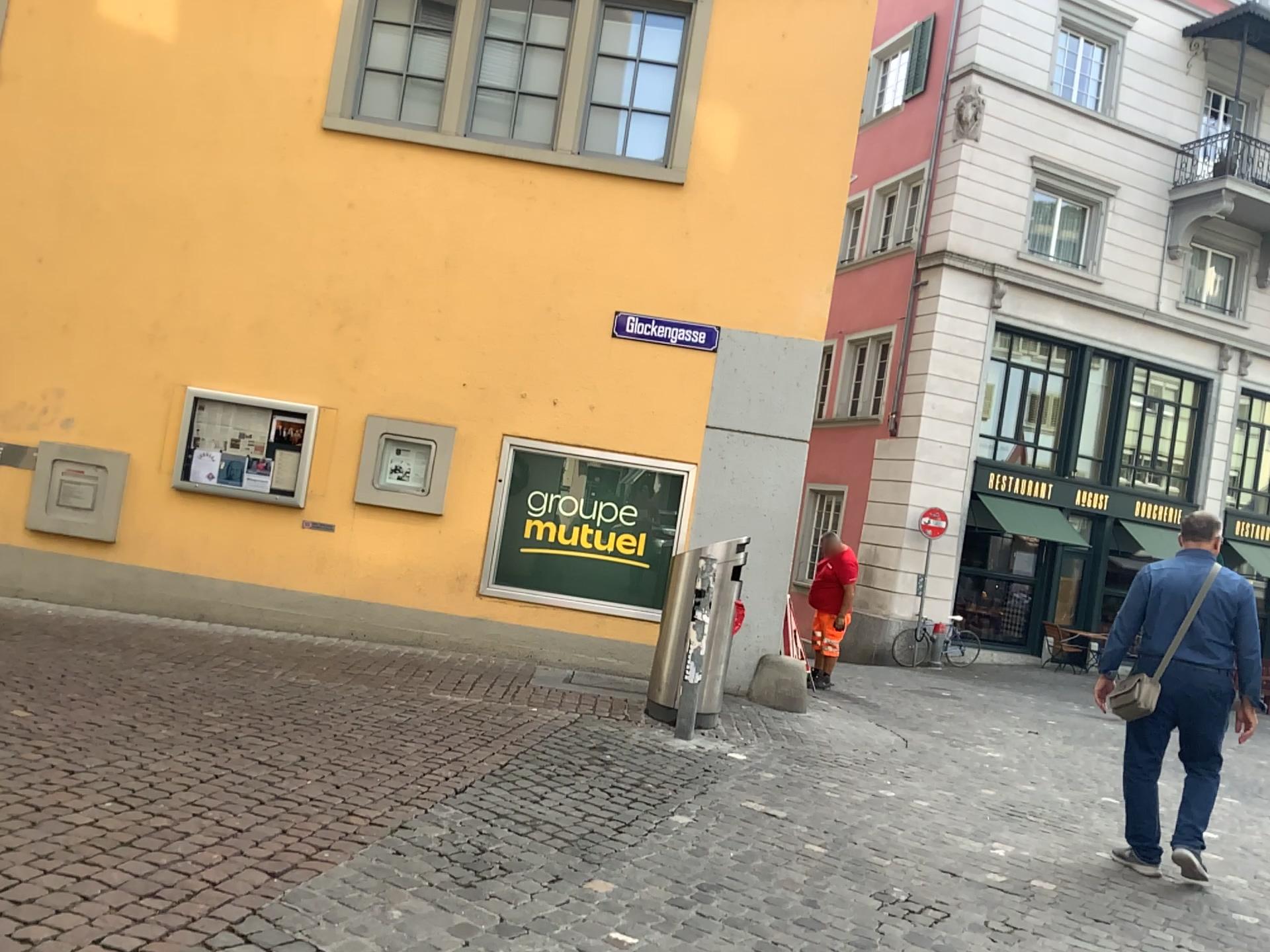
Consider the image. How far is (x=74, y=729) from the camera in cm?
474
